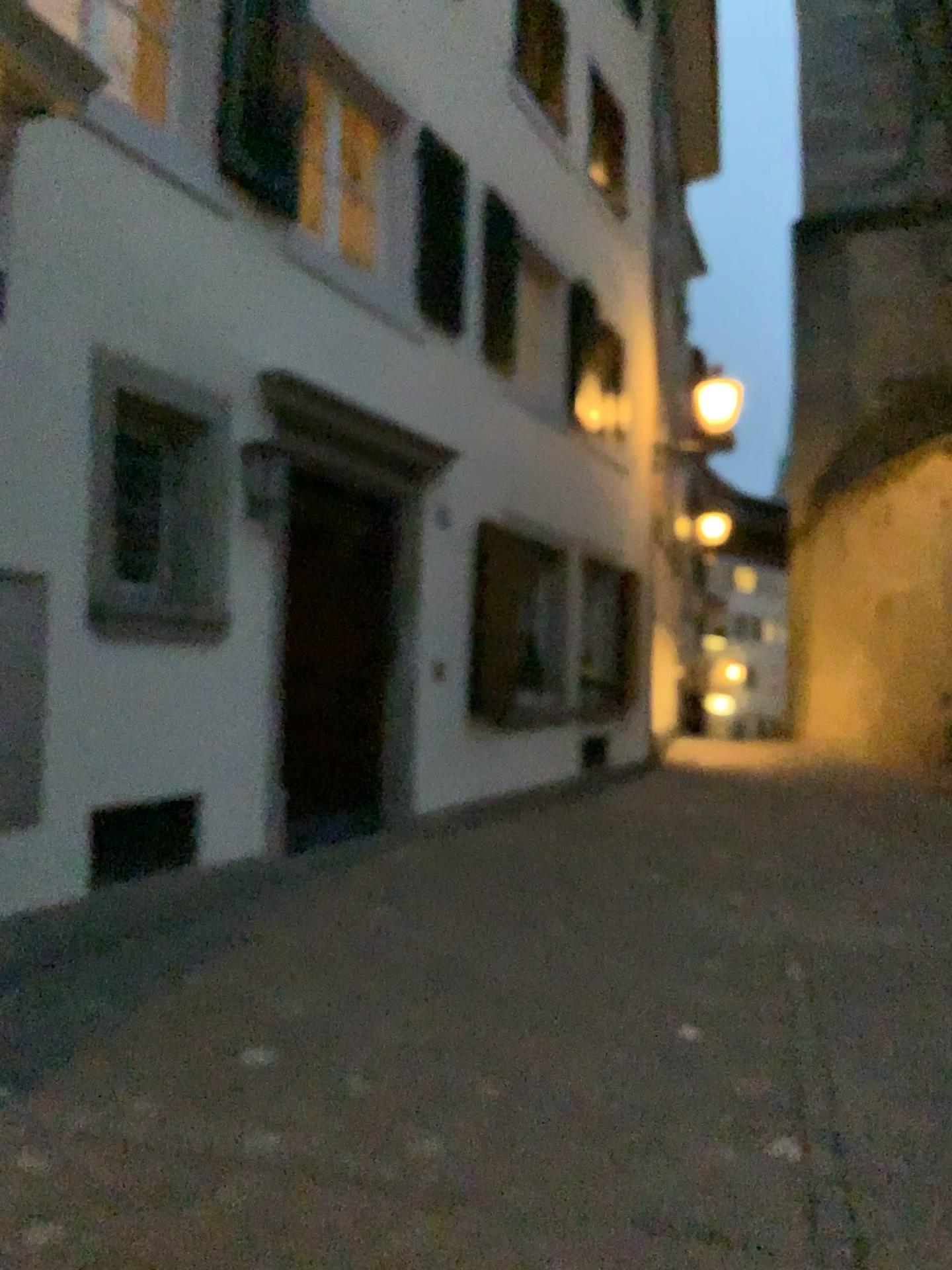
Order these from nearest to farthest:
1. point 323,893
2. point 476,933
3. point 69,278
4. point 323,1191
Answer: point 323,1191, point 69,278, point 476,933, point 323,893
